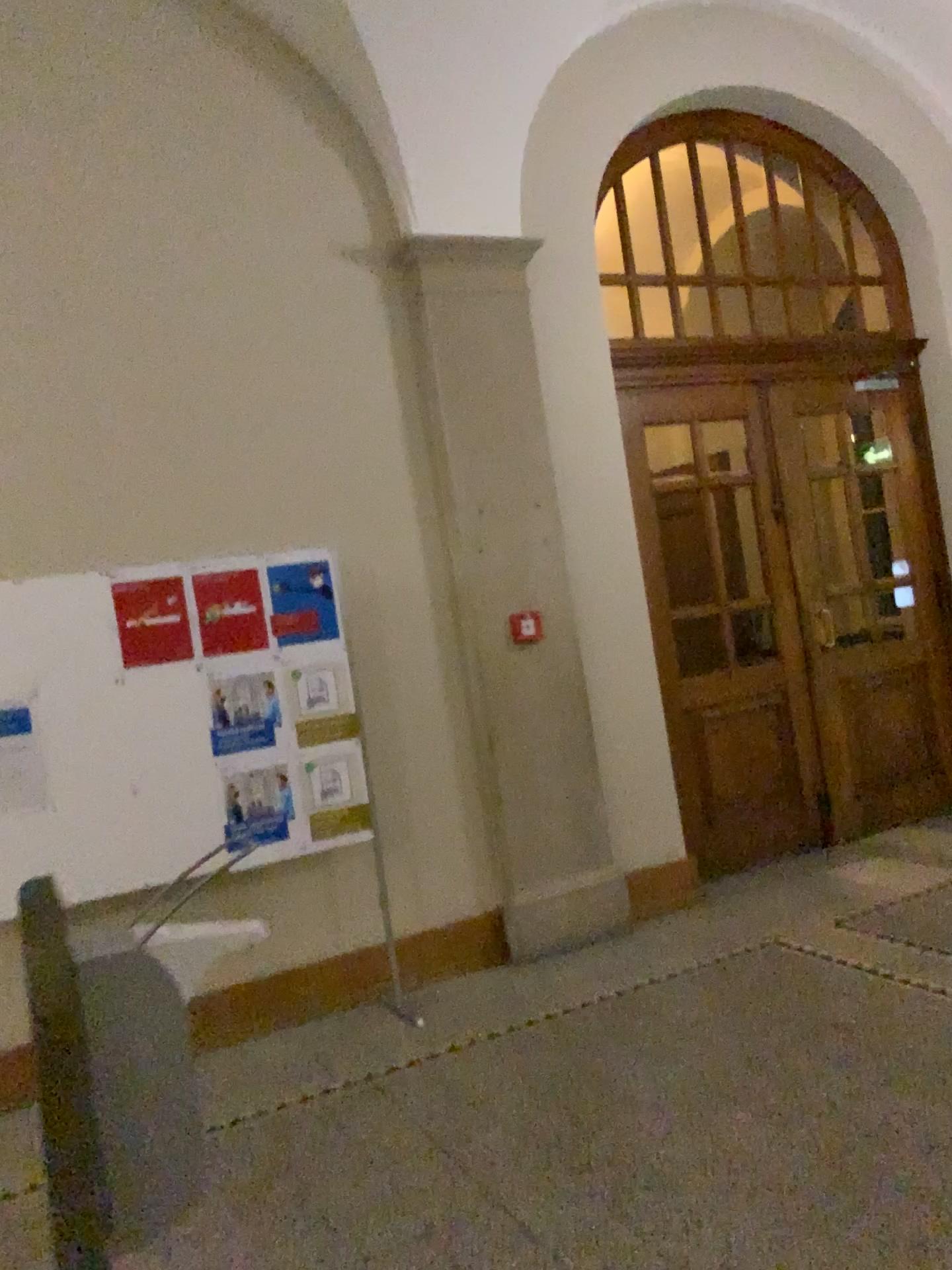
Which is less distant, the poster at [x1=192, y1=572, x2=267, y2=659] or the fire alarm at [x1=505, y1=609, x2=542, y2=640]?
the poster at [x1=192, y1=572, x2=267, y2=659]

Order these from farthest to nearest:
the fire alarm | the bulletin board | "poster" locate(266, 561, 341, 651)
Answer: the fire alarm < "poster" locate(266, 561, 341, 651) < the bulletin board

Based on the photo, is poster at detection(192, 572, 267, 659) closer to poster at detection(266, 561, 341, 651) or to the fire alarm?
poster at detection(266, 561, 341, 651)

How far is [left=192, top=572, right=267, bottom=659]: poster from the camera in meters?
4.2

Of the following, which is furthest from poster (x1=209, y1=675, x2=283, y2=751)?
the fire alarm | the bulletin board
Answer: the fire alarm

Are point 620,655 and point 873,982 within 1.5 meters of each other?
no

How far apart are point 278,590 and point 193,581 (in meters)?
0.33

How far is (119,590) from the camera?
4.02m

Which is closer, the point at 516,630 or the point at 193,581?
the point at 193,581

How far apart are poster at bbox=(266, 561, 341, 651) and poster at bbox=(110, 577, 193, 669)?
0.4 meters
